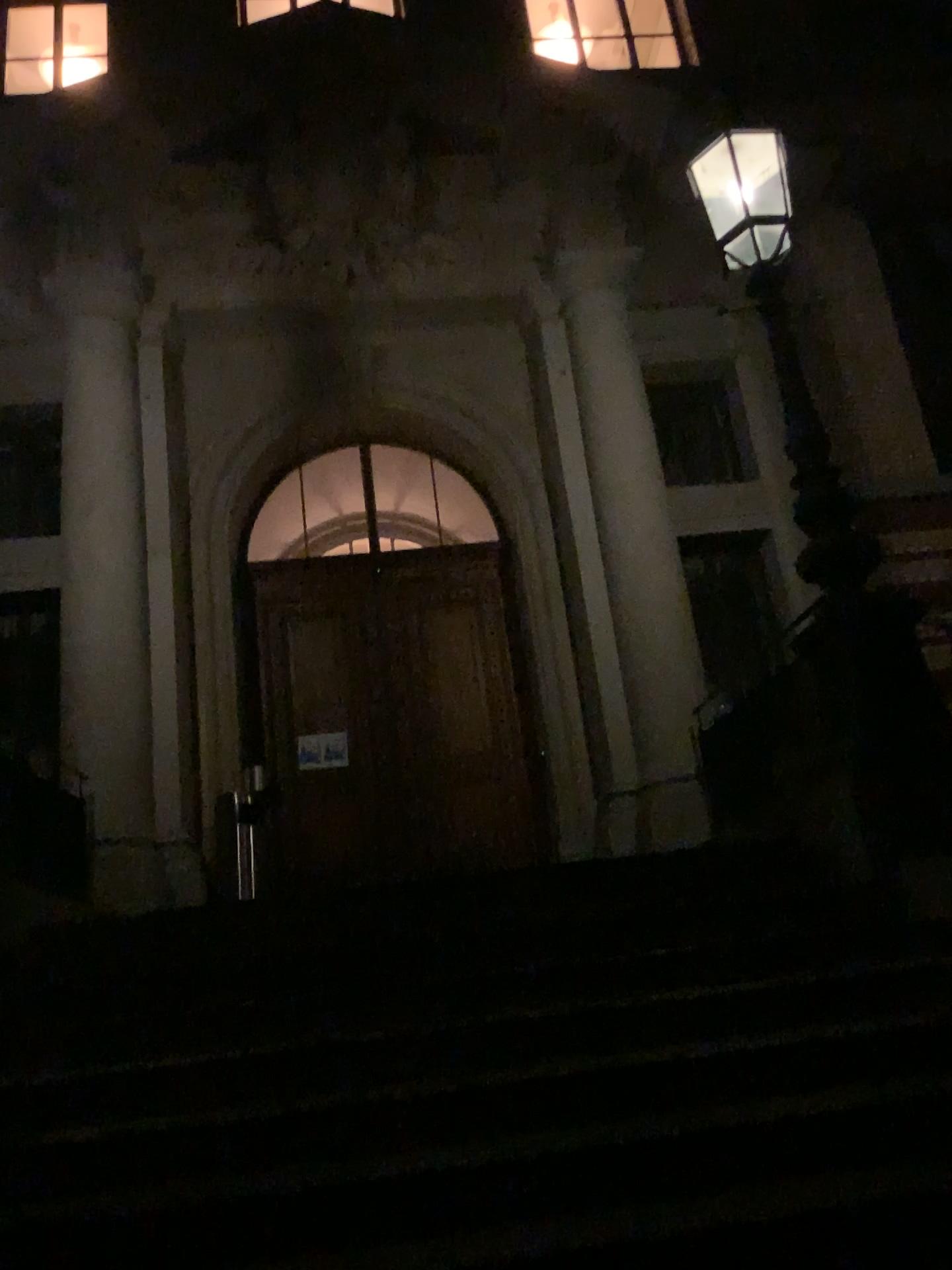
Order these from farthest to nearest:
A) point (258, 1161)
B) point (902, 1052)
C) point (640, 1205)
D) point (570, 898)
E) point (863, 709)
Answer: point (863, 709) < point (570, 898) < point (902, 1052) < point (258, 1161) < point (640, 1205)
